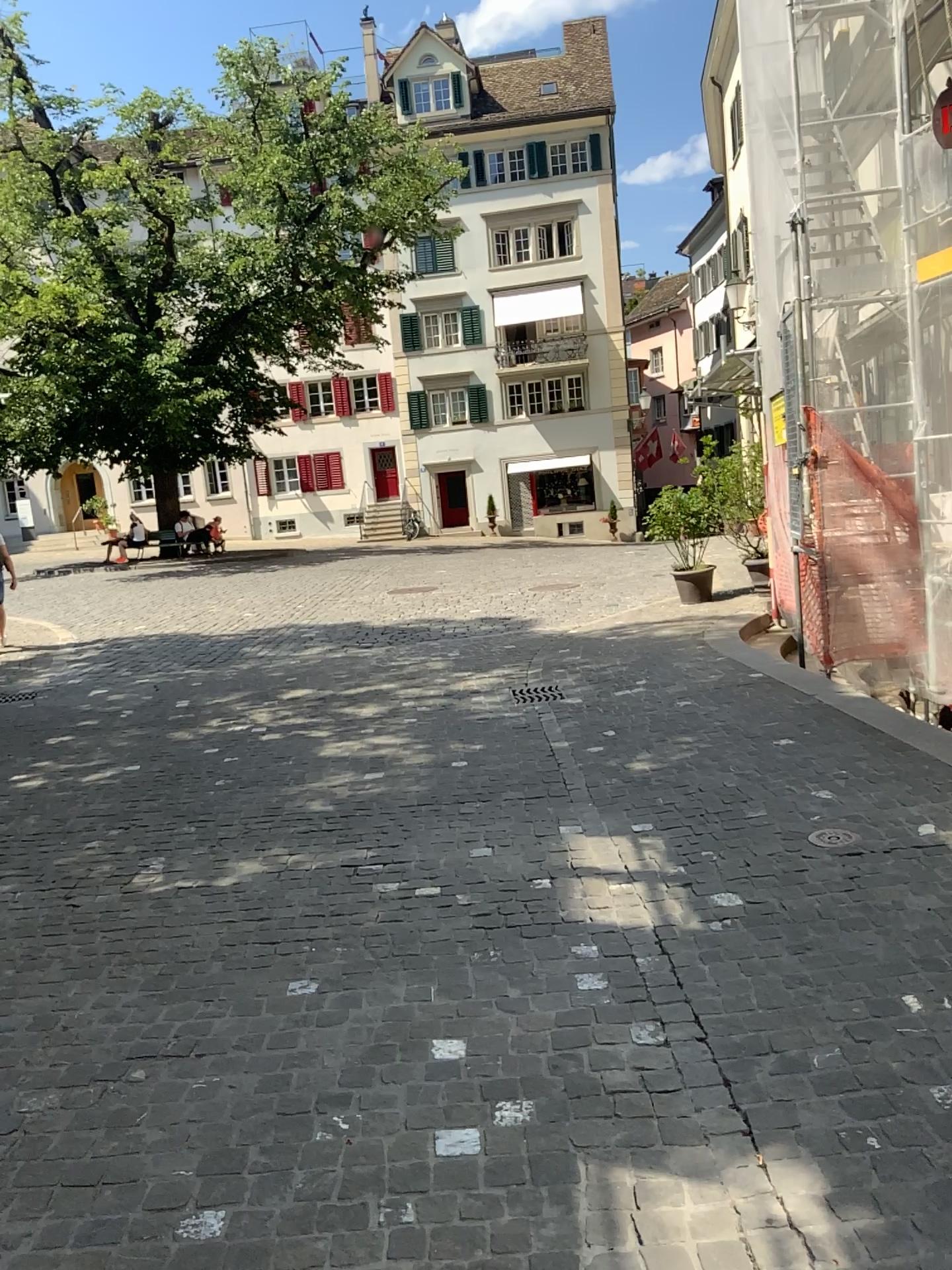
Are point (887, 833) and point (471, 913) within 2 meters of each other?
yes
